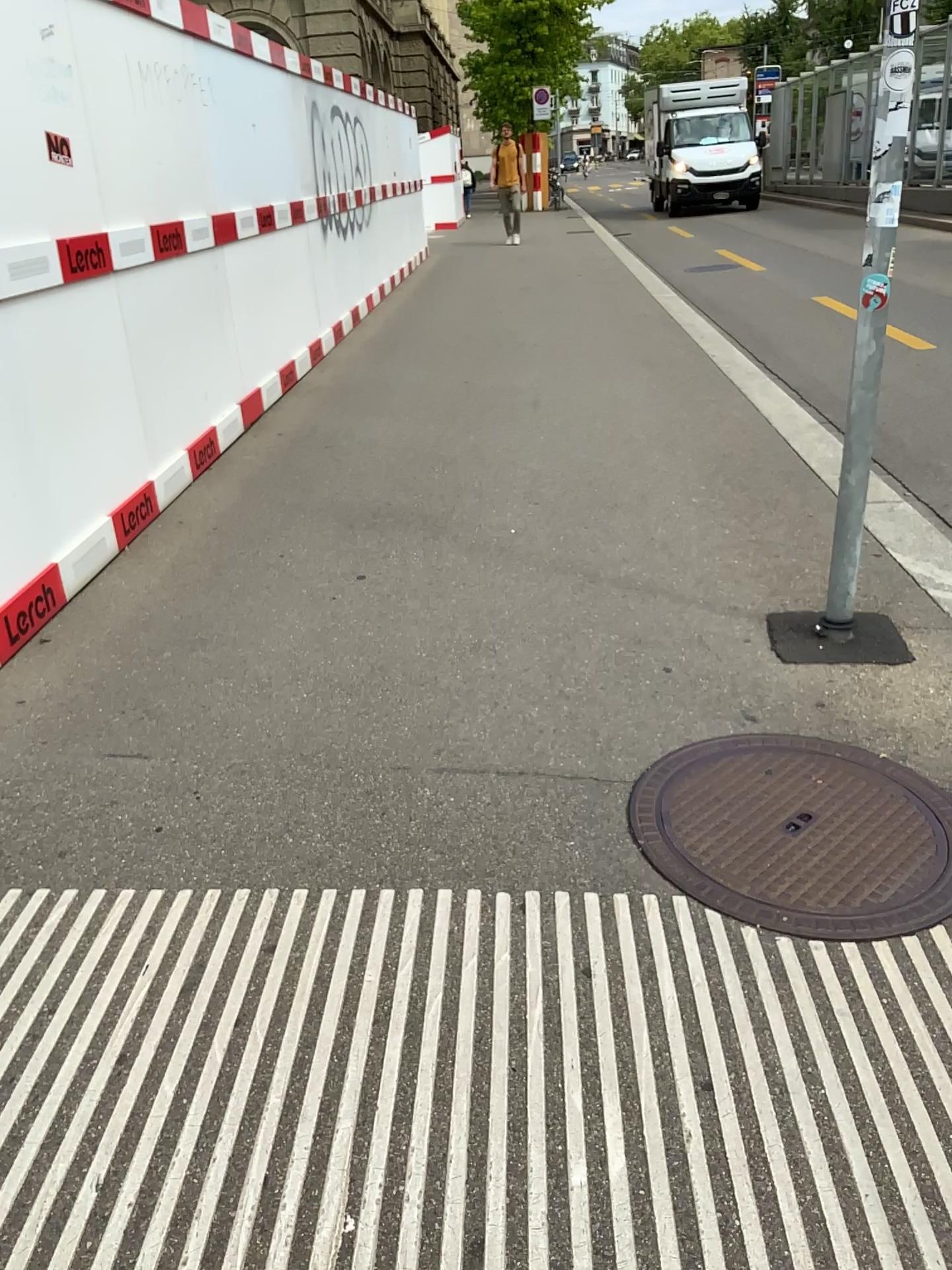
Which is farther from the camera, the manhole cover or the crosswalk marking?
the manhole cover

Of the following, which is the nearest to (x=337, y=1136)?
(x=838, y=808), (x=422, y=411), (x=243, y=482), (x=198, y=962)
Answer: (x=198, y=962)

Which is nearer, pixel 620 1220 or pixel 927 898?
pixel 620 1220
